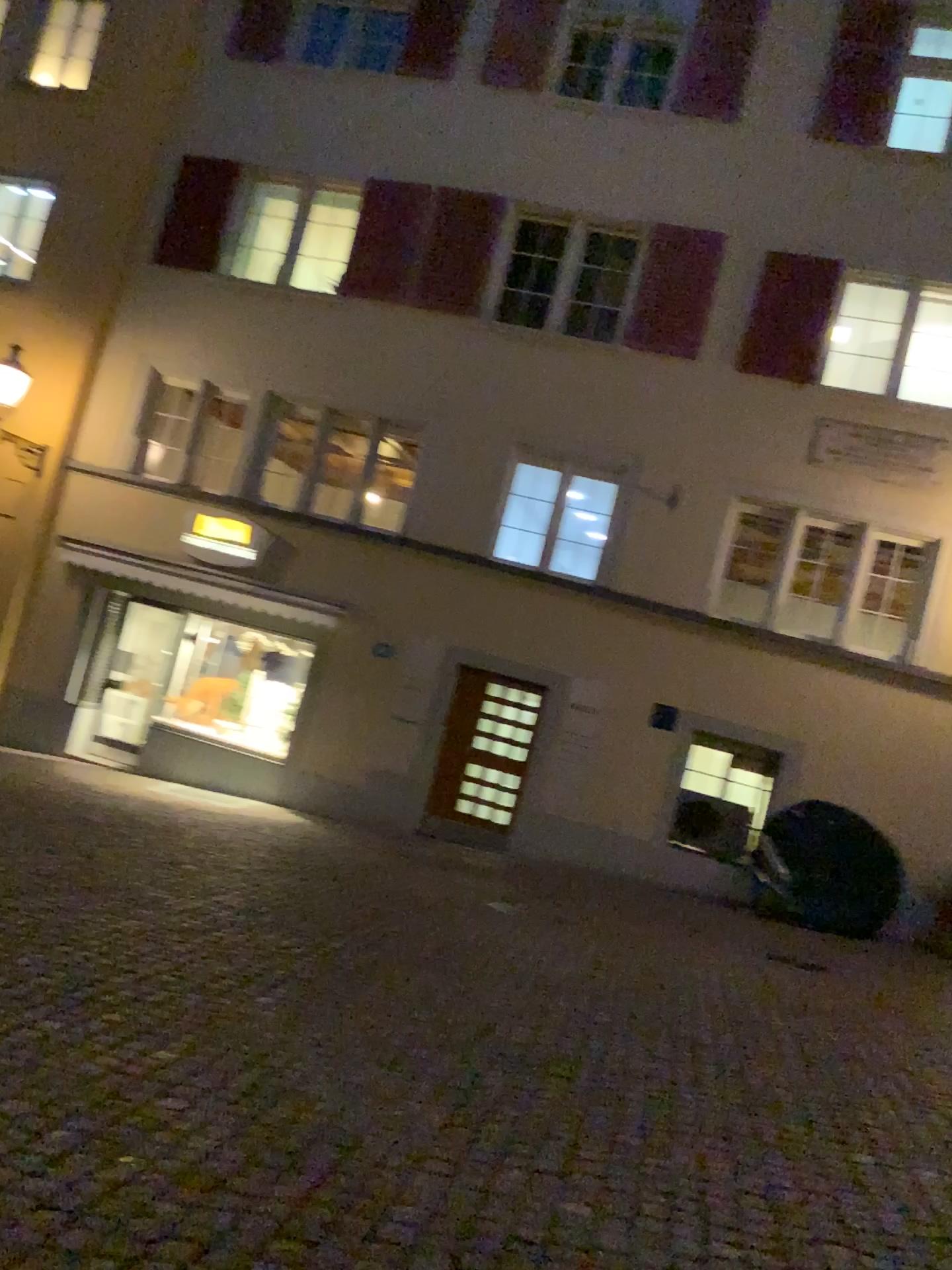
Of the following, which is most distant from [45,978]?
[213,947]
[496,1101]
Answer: [496,1101]
